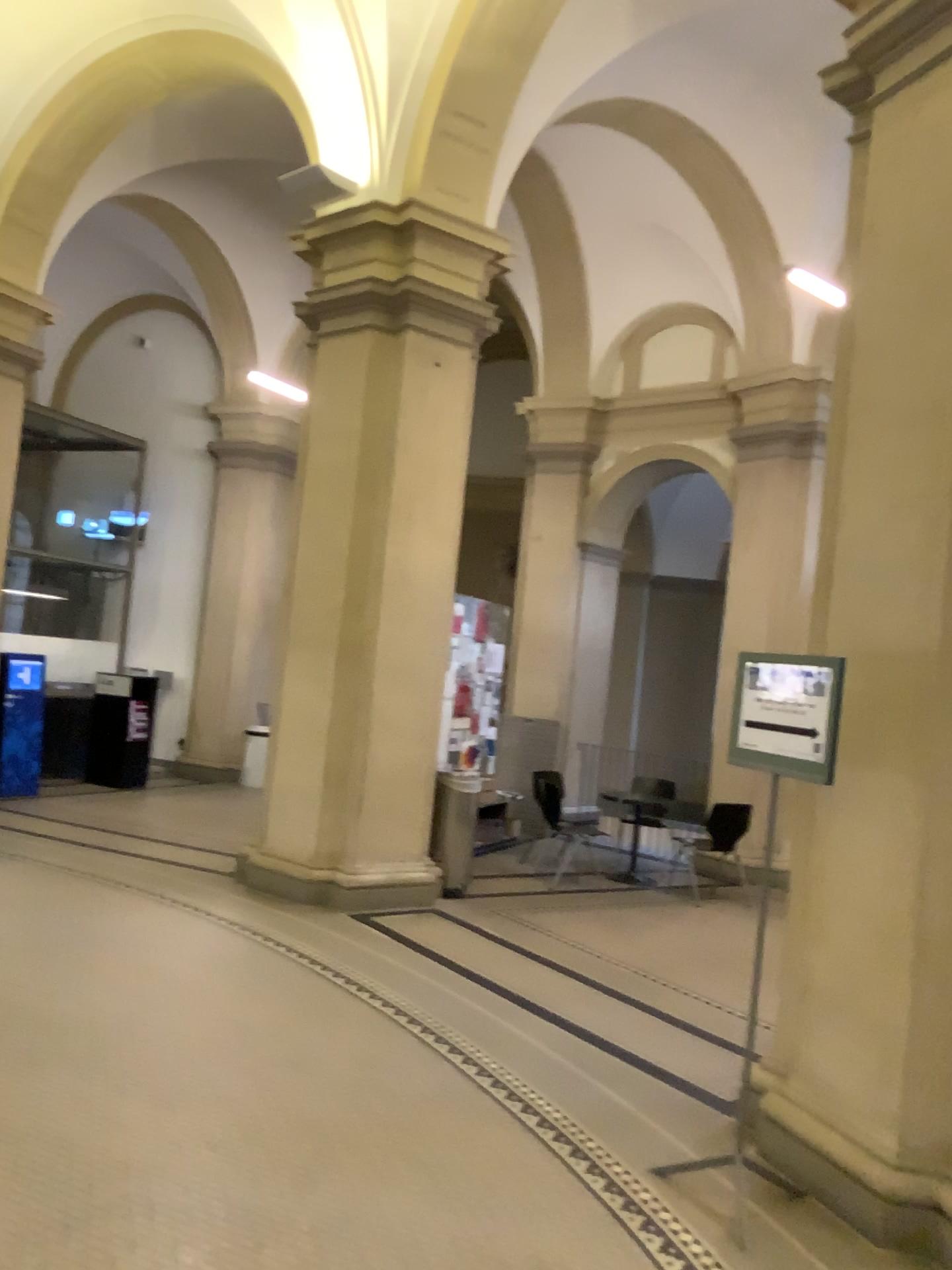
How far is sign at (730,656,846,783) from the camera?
3.41m

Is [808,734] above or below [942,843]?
above

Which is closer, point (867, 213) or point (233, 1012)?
point (867, 213)

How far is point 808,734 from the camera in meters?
3.4 m
